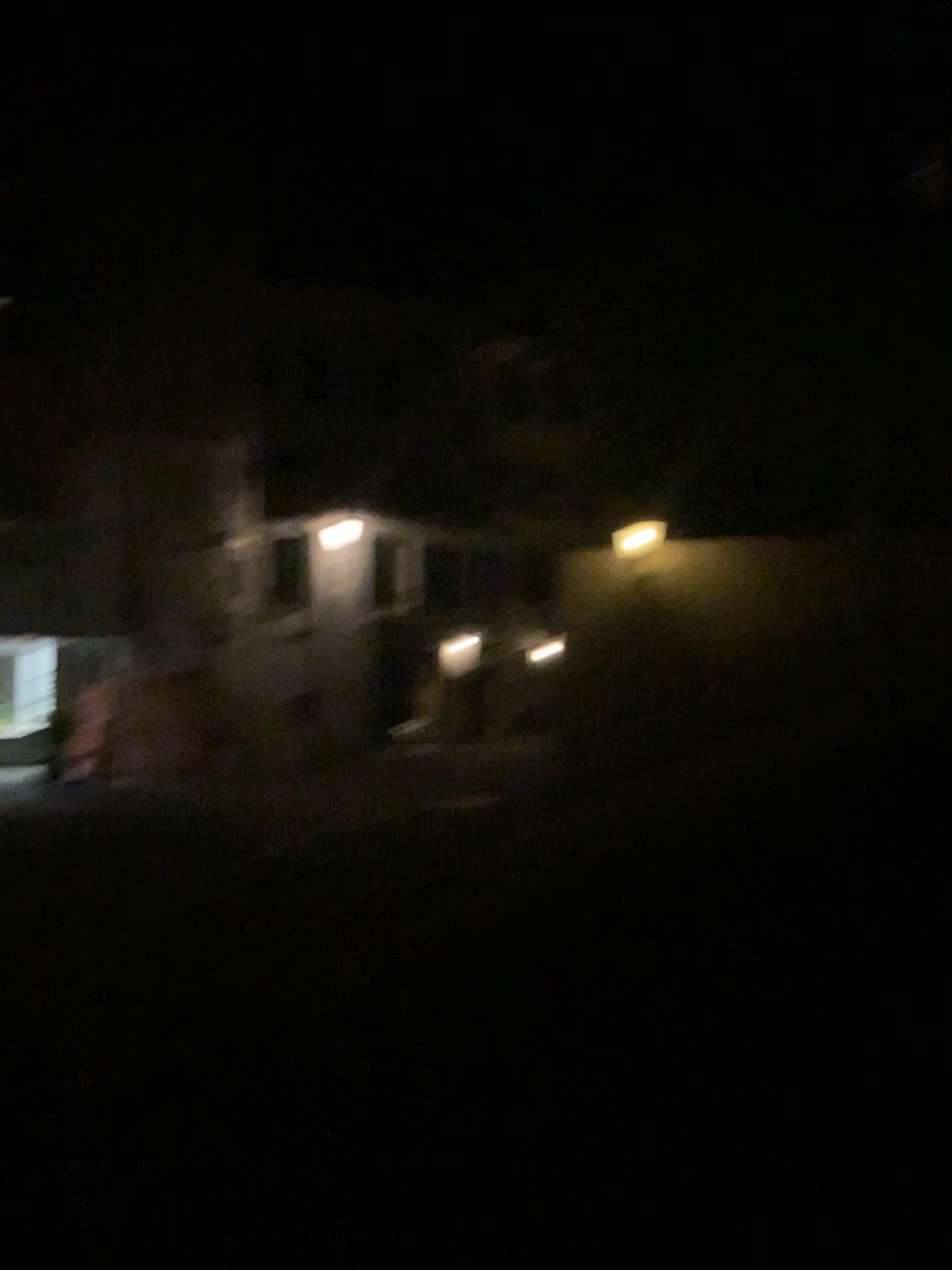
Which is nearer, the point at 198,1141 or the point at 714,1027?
the point at 198,1141
